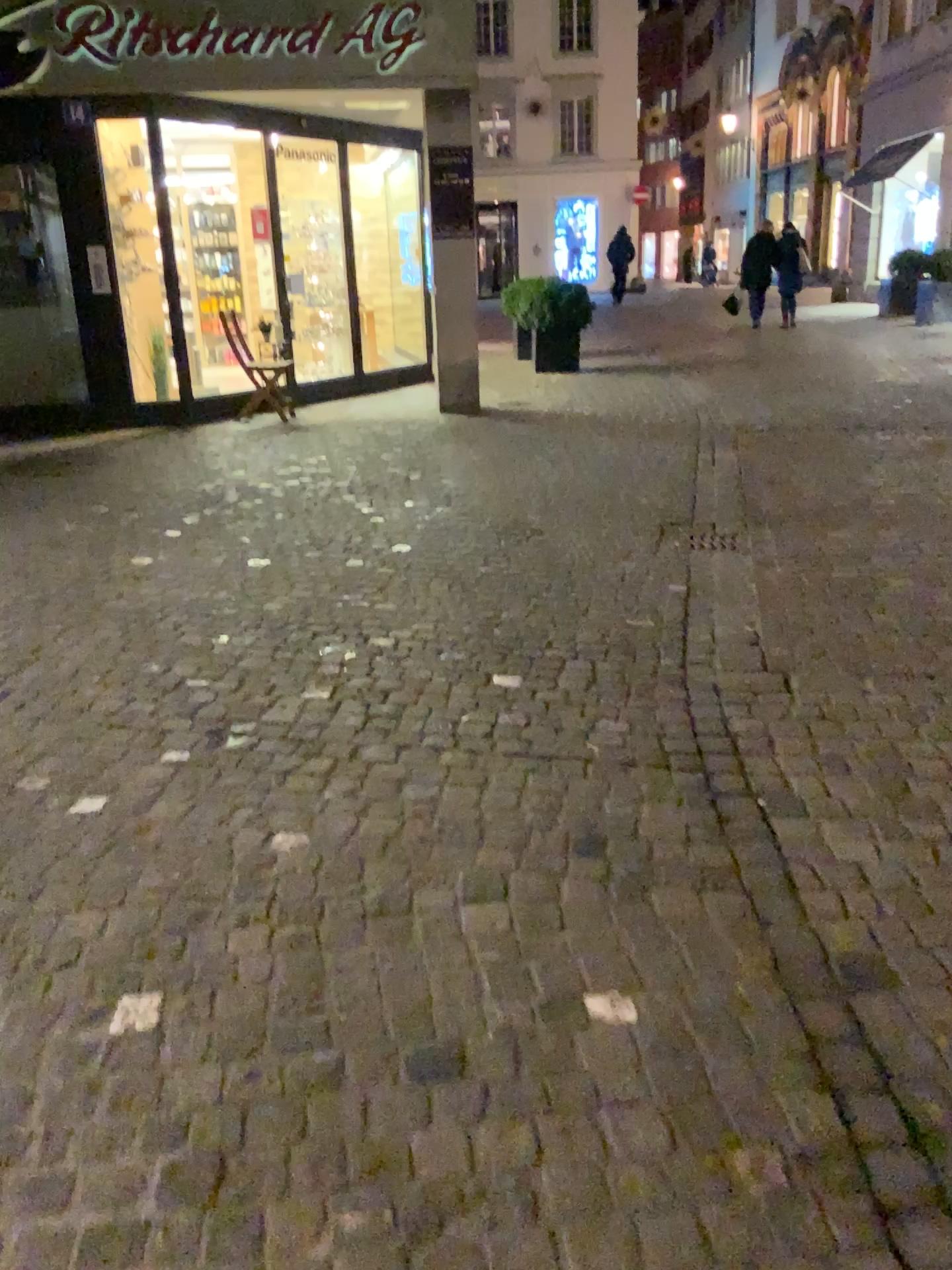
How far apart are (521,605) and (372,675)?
0.9 meters
